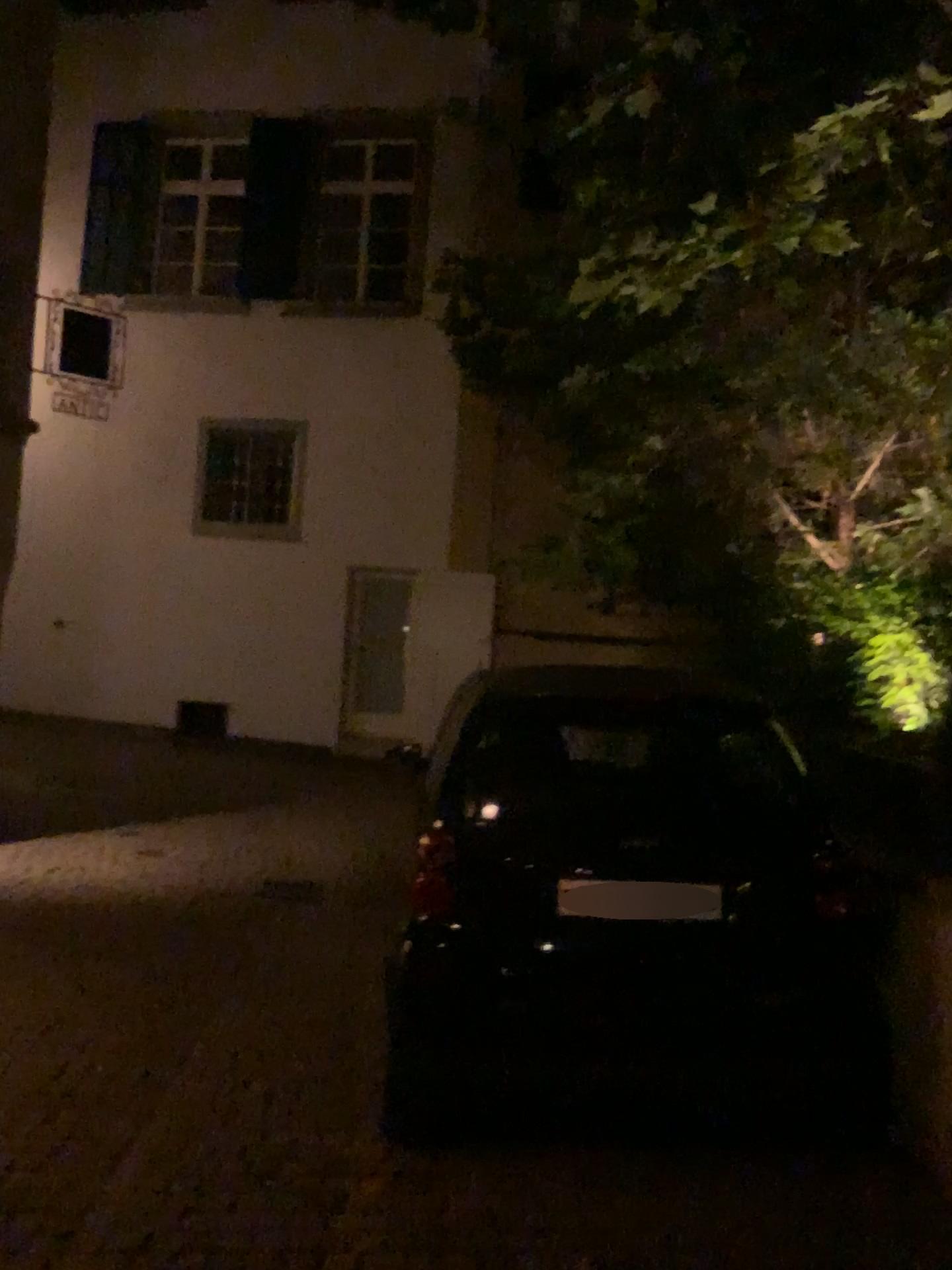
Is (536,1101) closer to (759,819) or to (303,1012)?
(759,819)
